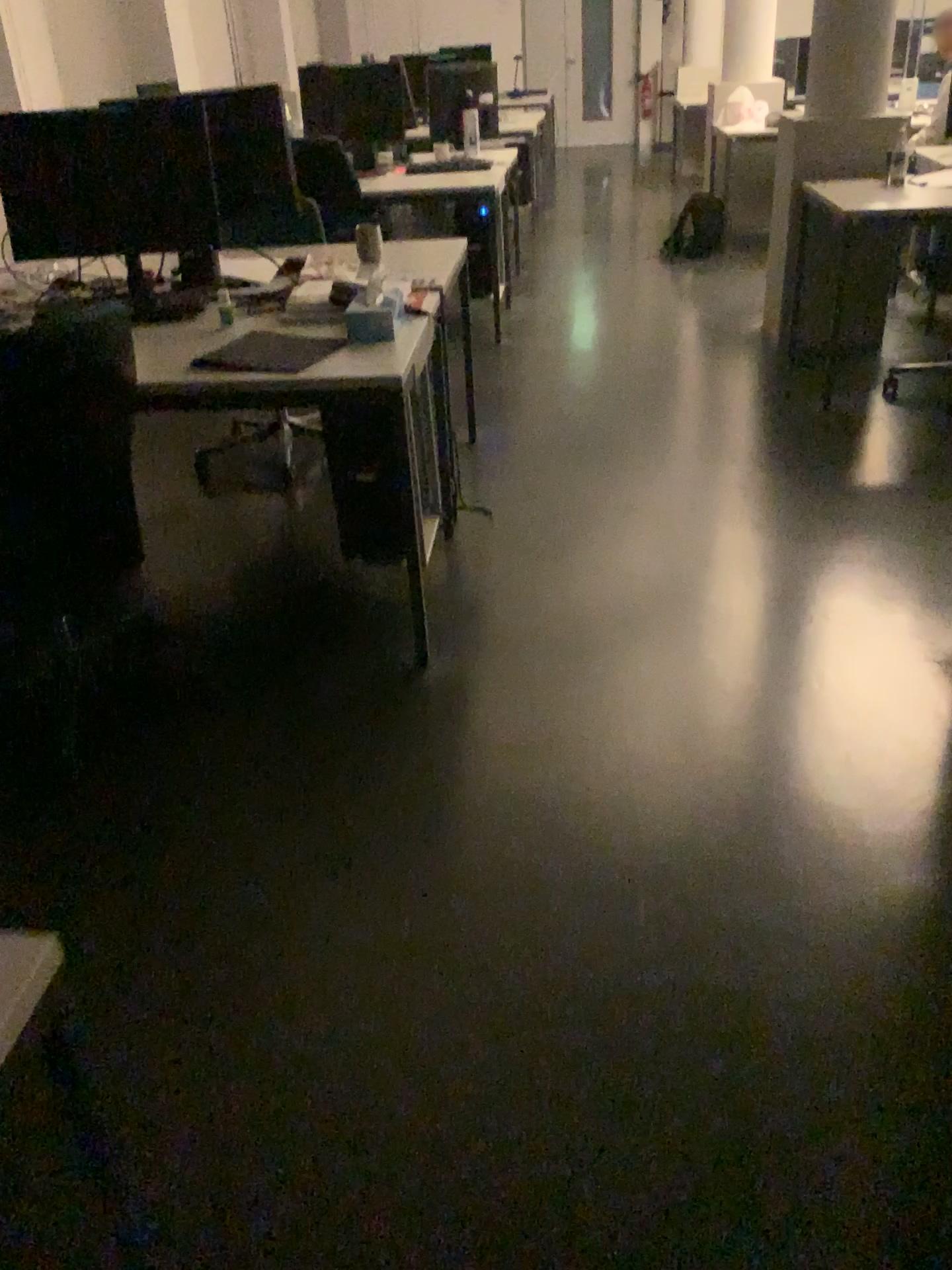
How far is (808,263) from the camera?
4.6m
